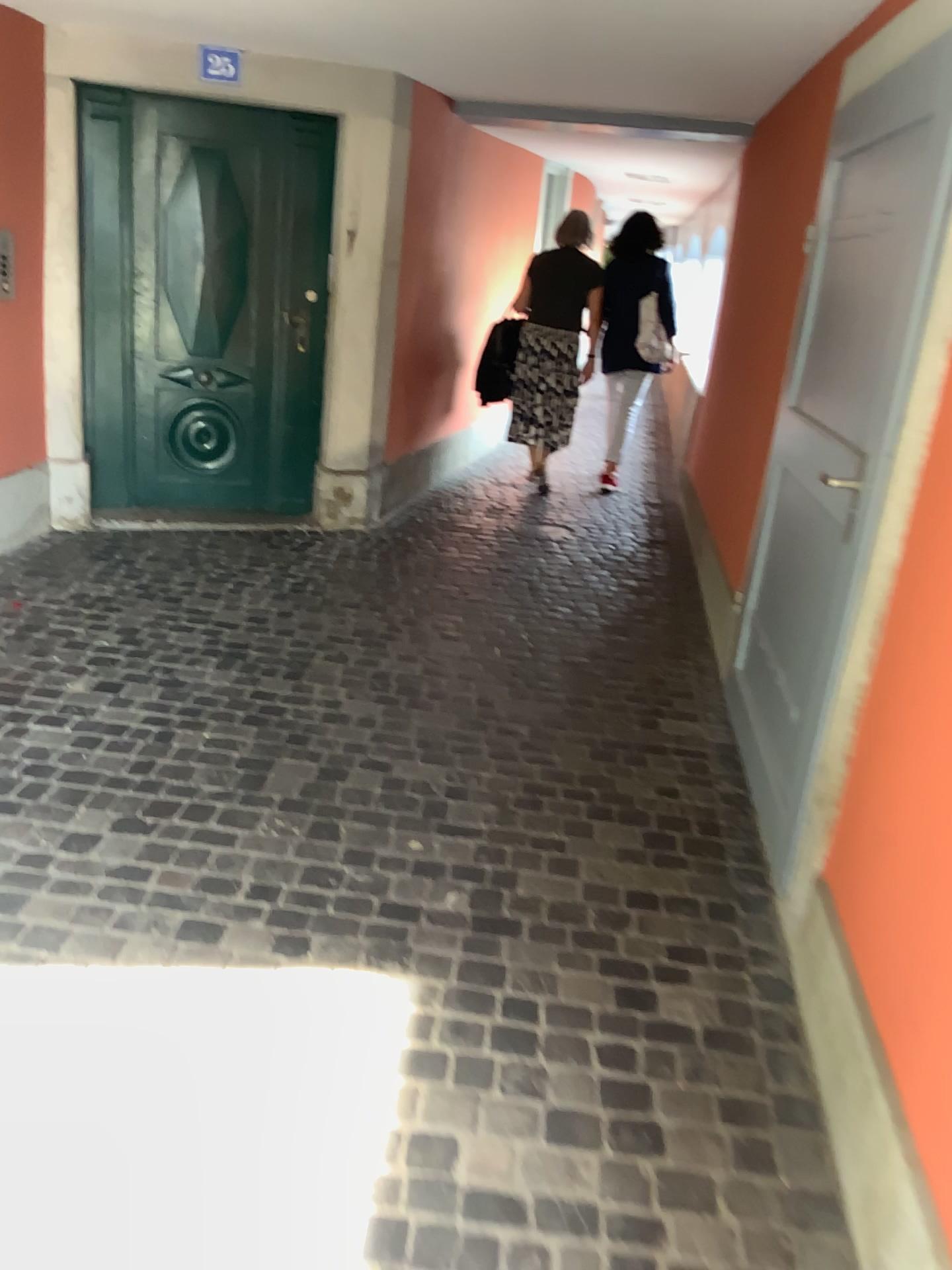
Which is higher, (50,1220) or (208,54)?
(208,54)

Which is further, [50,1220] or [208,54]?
[208,54]

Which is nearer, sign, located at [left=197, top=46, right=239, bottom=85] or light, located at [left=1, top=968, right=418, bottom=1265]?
light, located at [left=1, top=968, right=418, bottom=1265]

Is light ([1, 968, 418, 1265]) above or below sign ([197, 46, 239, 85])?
below

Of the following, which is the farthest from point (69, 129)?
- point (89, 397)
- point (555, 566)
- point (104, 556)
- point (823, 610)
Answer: point (823, 610)
